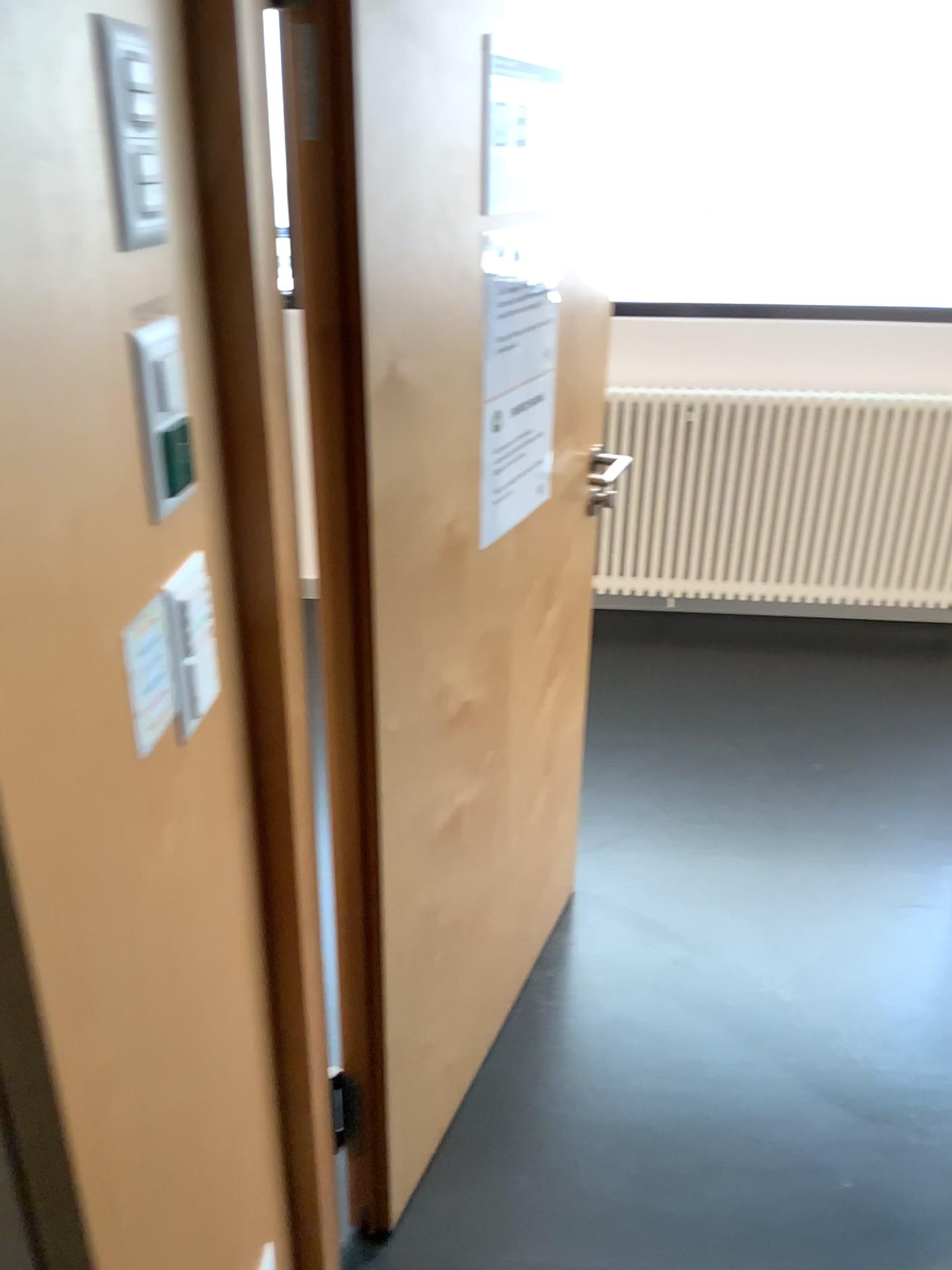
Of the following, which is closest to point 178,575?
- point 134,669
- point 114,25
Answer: point 134,669

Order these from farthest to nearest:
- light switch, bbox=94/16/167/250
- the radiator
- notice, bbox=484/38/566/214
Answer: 1. the radiator
2. notice, bbox=484/38/566/214
3. light switch, bbox=94/16/167/250

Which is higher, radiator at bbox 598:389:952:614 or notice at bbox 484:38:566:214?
notice at bbox 484:38:566:214

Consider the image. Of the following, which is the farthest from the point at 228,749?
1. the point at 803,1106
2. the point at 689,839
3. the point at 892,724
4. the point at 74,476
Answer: the point at 892,724

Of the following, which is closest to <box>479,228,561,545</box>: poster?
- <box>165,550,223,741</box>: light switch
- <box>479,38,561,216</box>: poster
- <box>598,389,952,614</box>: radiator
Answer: <box>479,38,561,216</box>: poster

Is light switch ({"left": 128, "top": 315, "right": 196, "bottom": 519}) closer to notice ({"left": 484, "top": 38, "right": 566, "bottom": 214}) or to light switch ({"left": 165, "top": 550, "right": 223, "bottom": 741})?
light switch ({"left": 165, "top": 550, "right": 223, "bottom": 741})

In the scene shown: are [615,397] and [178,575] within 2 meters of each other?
no

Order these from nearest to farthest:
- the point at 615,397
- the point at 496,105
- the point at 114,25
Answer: the point at 114,25
the point at 496,105
the point at 615,397

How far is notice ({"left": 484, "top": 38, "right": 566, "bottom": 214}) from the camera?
1.34m

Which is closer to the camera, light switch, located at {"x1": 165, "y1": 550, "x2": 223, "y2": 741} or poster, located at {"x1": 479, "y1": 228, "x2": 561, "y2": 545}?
light switch, located at {"x1": 165, "y1": 550, "x2": 223, "y2": 741}
